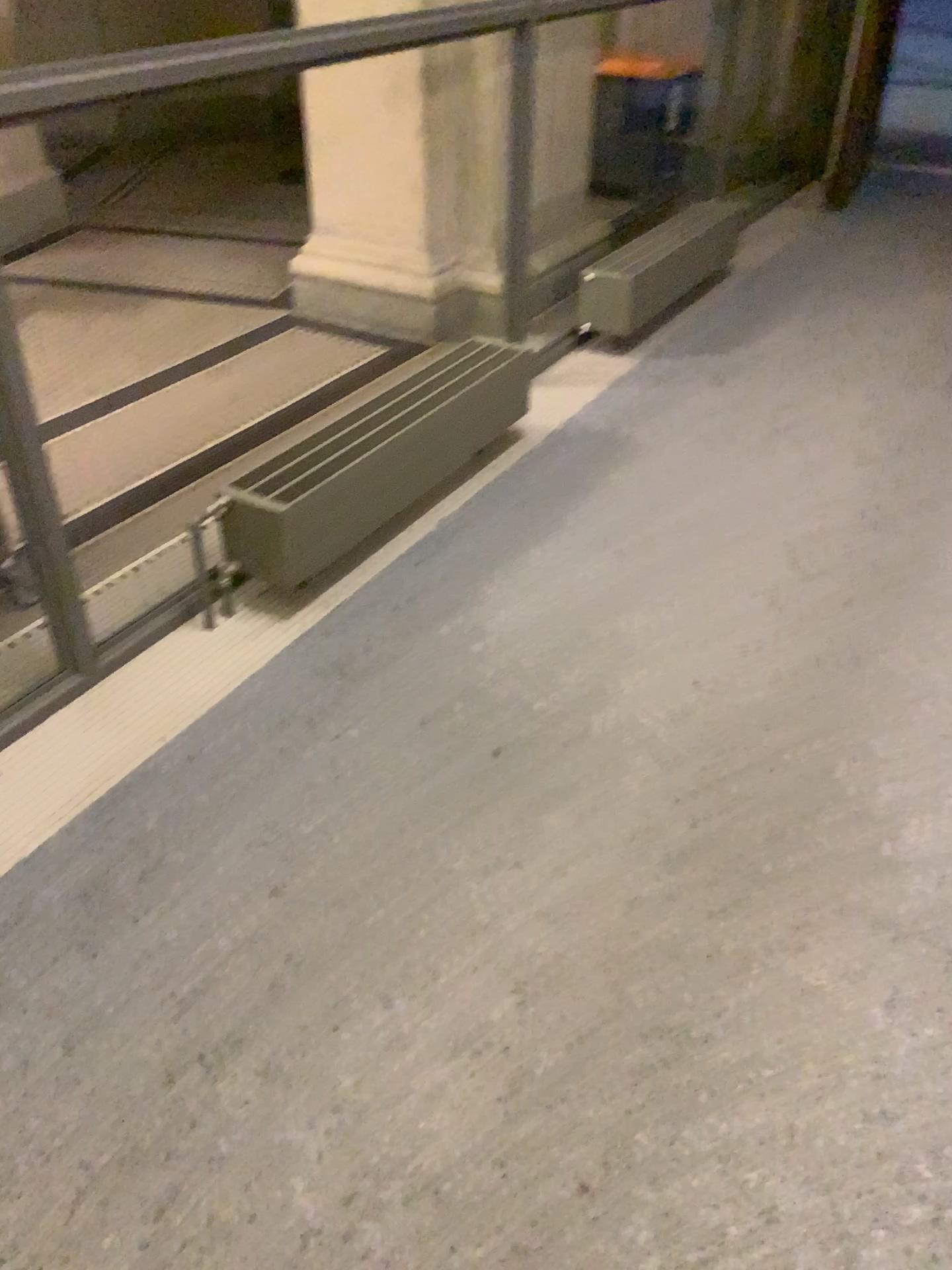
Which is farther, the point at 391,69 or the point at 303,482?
the point at 391,69

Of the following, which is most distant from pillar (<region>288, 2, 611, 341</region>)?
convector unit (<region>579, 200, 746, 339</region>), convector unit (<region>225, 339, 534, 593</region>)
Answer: convector unit (<region>225, 339, 534, 593</region>)

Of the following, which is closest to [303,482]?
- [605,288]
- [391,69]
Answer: [605,288]

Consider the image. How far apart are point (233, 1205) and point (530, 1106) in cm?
41

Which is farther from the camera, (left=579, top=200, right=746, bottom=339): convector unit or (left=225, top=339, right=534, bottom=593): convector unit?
(left=579, top=200, right=746, bottom=339): convector unit

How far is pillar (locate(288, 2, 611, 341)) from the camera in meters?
3.9 m

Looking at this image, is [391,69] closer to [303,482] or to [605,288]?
[605,288]

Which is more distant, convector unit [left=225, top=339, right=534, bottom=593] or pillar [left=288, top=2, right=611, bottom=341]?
pillar [left=288, top=2, right=611, bottom=341]

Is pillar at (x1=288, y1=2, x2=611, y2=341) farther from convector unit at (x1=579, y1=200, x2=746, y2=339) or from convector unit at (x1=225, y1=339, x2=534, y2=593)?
convector unit at (x1=225, y1=339, x2=534, y2=593)
